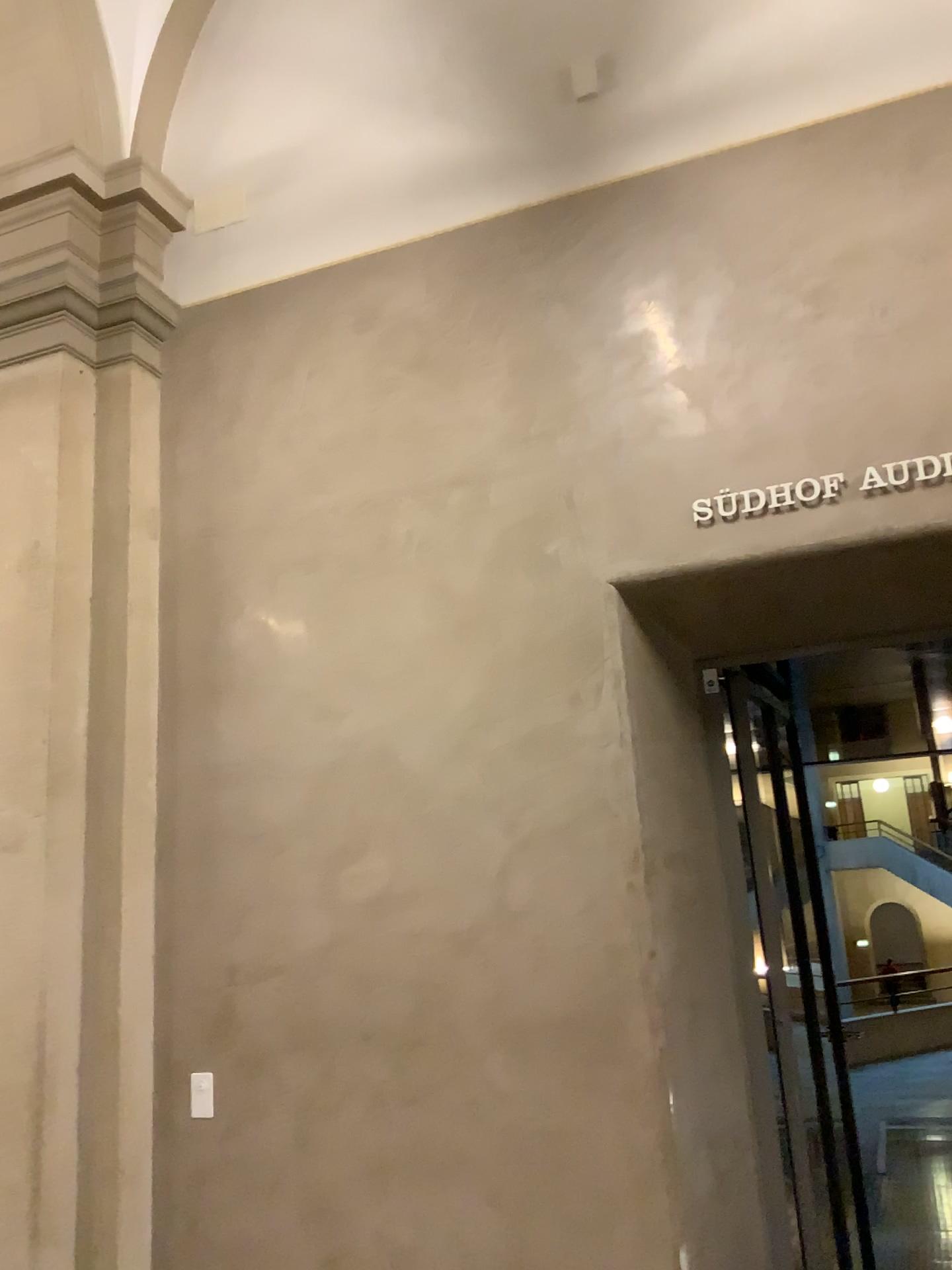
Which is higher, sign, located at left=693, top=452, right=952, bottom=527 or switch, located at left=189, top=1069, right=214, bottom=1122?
sign, located at left=693, top=452, right=952, bottom=527

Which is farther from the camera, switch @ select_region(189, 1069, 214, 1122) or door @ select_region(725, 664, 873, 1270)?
door @ select_region(725, 664, 873, 1270)

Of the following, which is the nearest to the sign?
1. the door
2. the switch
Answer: the door

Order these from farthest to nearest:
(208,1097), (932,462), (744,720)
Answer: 1. (744,720)
2. (208,1097)
3. (932,462)

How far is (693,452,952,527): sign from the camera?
3.19m

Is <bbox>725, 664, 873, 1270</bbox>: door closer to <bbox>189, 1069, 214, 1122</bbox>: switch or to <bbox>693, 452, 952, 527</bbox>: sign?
<bbox>693, 452, 952, 527</bbox>: sign

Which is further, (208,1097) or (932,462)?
(208,1097)

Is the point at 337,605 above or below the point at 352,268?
below

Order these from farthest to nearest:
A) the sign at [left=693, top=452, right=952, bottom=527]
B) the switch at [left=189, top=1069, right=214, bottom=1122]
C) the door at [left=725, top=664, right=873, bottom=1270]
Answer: the door at [left=725, top=664, right=873, bottom=1270], the switch at [left=189, top=1069, right=214, bottom=1122], the sign at [left=693, top=452, right=952, bottom=527]

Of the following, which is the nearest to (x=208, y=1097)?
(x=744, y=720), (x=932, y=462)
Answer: (x=744, y=720)
